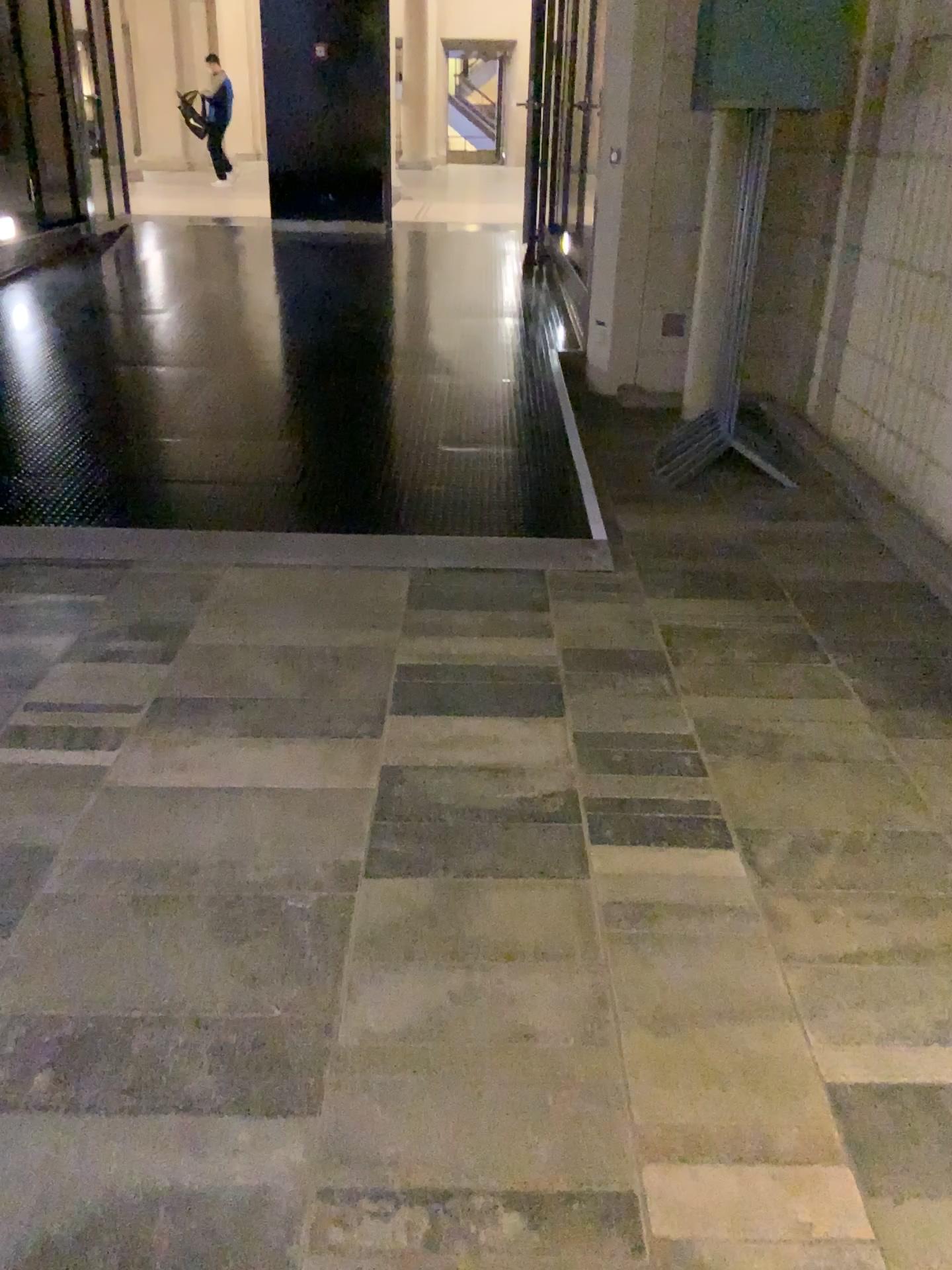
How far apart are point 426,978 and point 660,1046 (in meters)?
0.41
